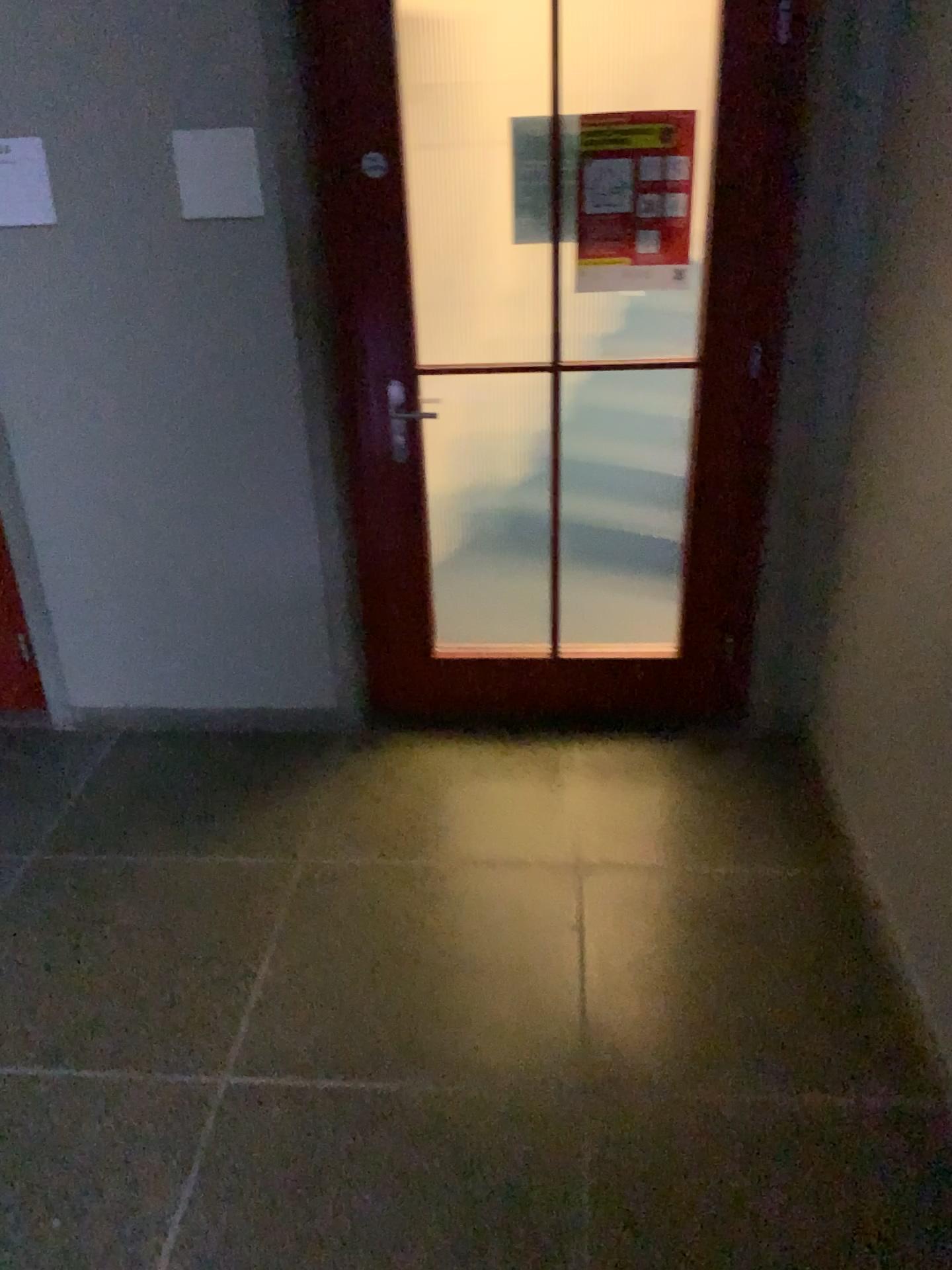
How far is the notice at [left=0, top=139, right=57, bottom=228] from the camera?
2.7m

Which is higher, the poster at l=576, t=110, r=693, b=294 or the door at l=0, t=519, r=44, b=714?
the poster at l=576, t=110, r=693, b=294

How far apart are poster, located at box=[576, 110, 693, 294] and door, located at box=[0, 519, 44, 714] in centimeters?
189cm

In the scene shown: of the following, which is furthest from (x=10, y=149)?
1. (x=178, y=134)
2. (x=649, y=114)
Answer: (x=649, y=114)

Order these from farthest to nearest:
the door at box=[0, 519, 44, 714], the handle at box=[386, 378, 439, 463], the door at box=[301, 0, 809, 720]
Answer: the door at box=[0, 519, 44, 714] < the handle at box=[386, 378, 439, 463] < the door at box=[301, 0, 809, 720]

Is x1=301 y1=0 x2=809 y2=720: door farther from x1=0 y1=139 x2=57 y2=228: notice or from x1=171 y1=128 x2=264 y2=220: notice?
x1=0 y1=139 x2=57 y2=228: notice

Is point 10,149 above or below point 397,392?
above

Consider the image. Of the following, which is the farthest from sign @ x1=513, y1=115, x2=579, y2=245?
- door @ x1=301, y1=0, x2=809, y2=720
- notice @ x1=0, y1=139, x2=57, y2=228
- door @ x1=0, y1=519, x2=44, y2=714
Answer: door @ x1=0, y1=519, x2=44, y2=714

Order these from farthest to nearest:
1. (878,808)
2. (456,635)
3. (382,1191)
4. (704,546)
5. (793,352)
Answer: (456,635) → (704,546) → (793,352) → (878,808) → (382,1191)

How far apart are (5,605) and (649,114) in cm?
229
